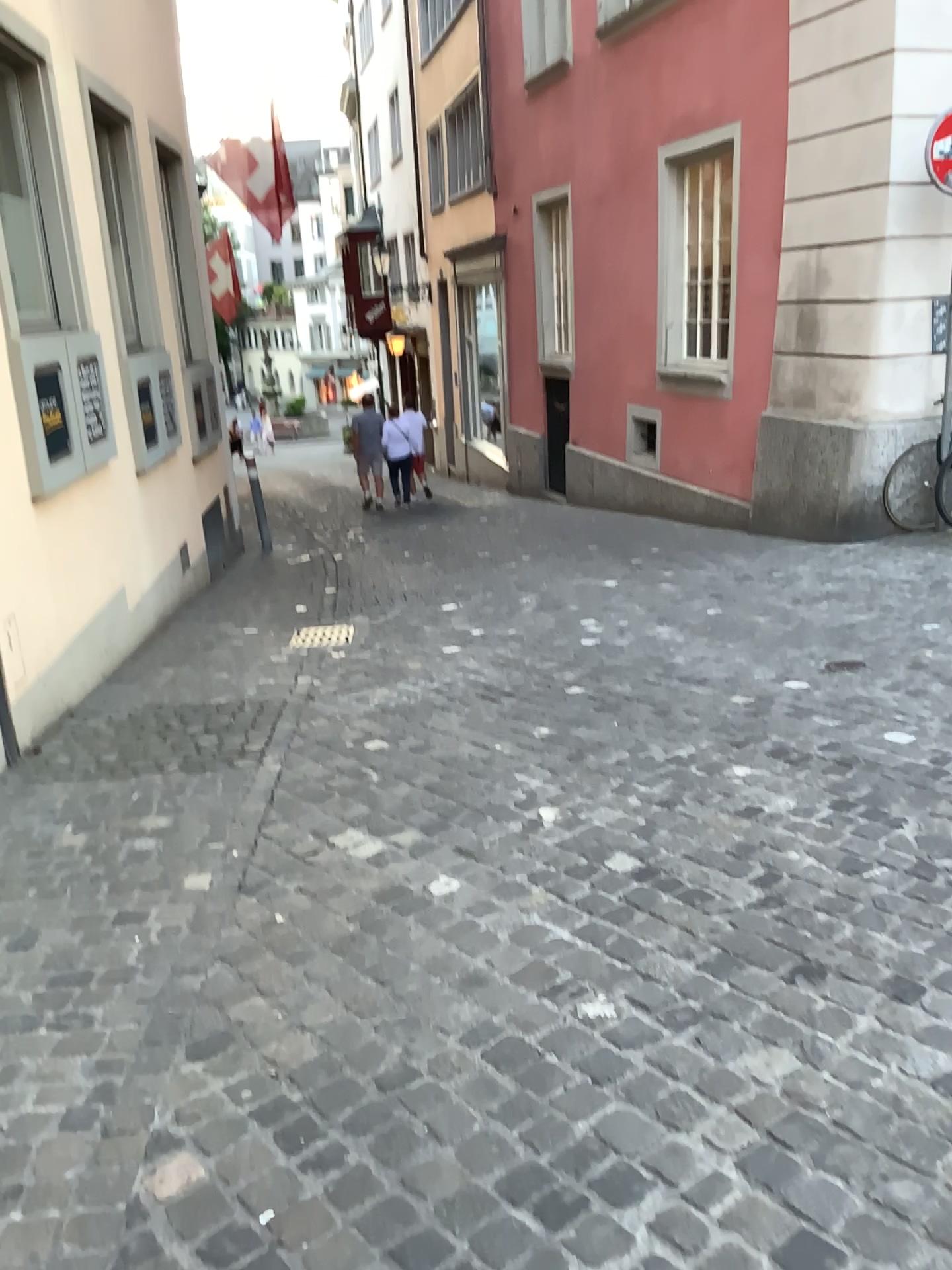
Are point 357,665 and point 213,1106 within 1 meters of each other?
no
